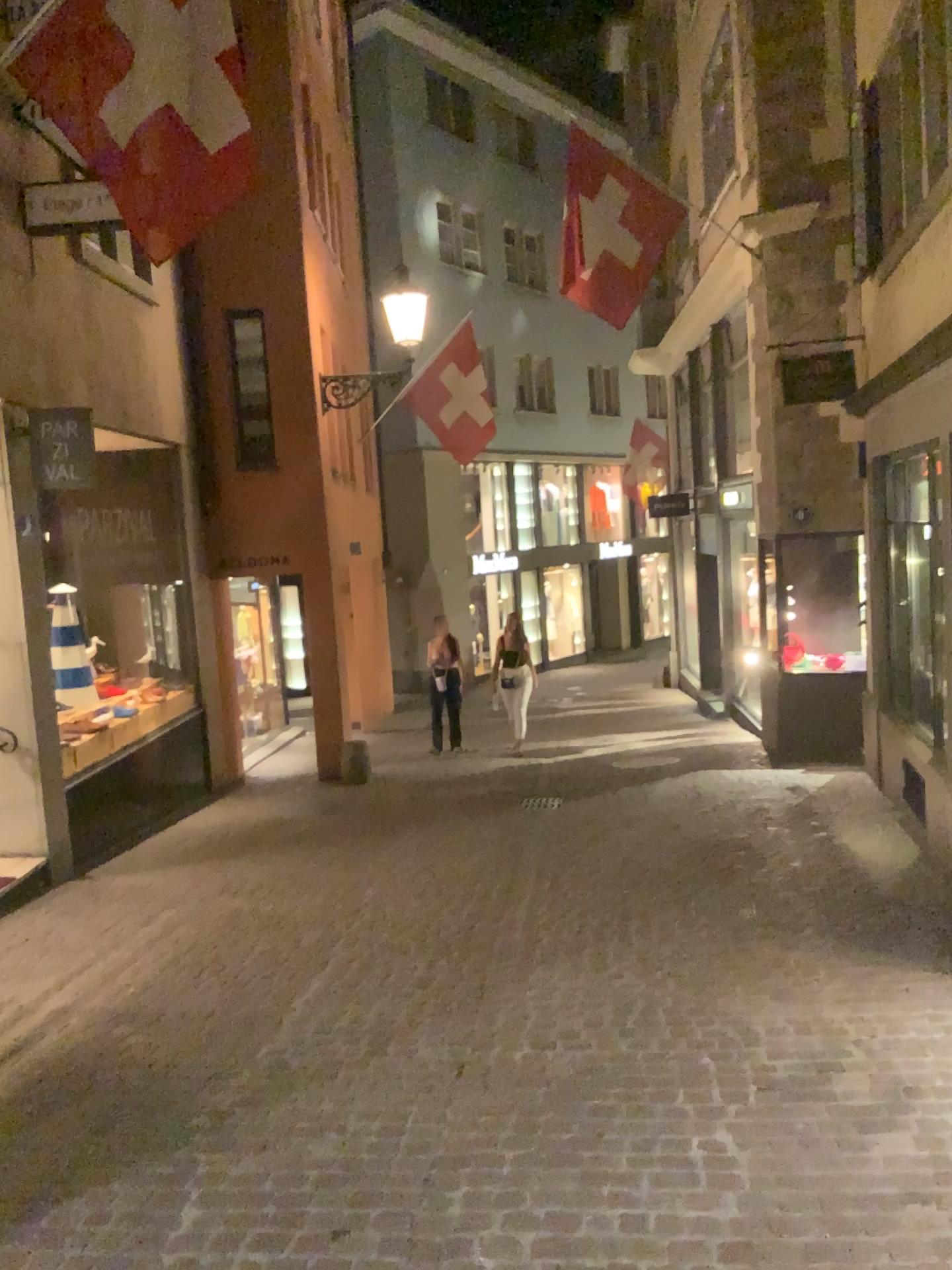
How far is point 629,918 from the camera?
5.4m
